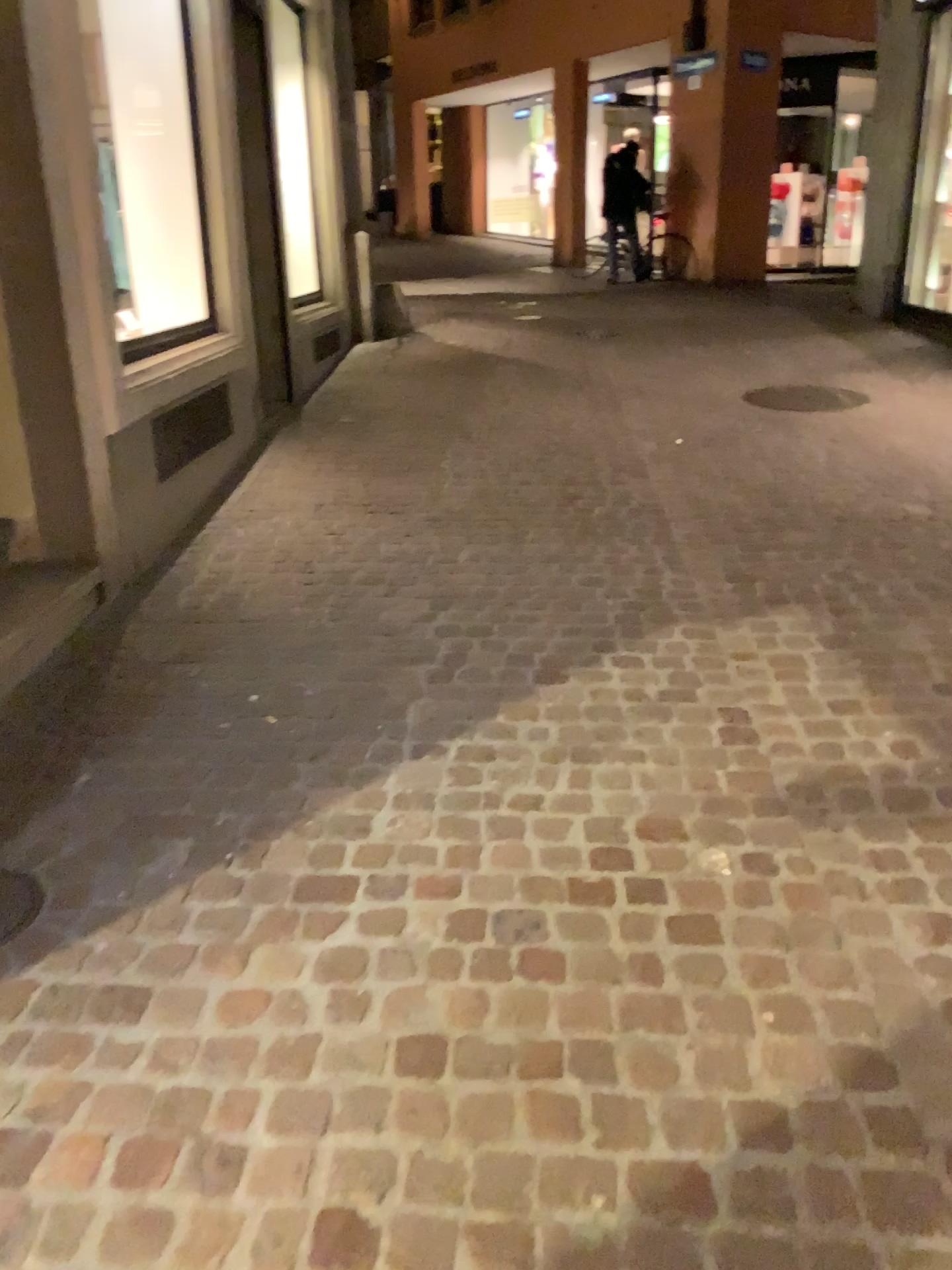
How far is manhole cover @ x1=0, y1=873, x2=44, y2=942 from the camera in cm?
207

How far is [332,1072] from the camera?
1.7m

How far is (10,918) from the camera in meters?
2.1 m

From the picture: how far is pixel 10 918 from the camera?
2.07m

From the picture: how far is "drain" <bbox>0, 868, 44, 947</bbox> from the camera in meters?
2.1 m
